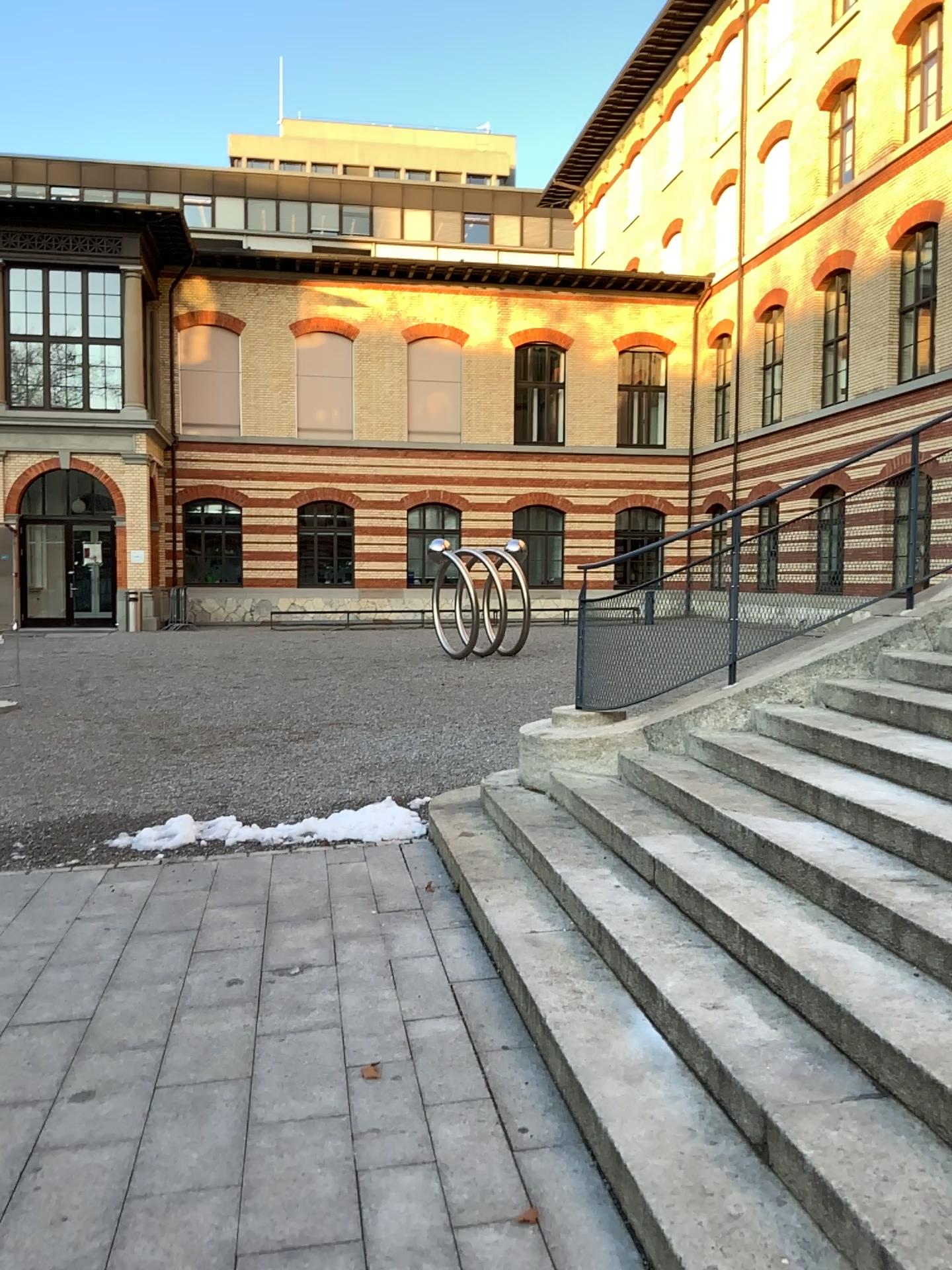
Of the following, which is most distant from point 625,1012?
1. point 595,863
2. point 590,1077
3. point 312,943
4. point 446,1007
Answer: point 312,943
